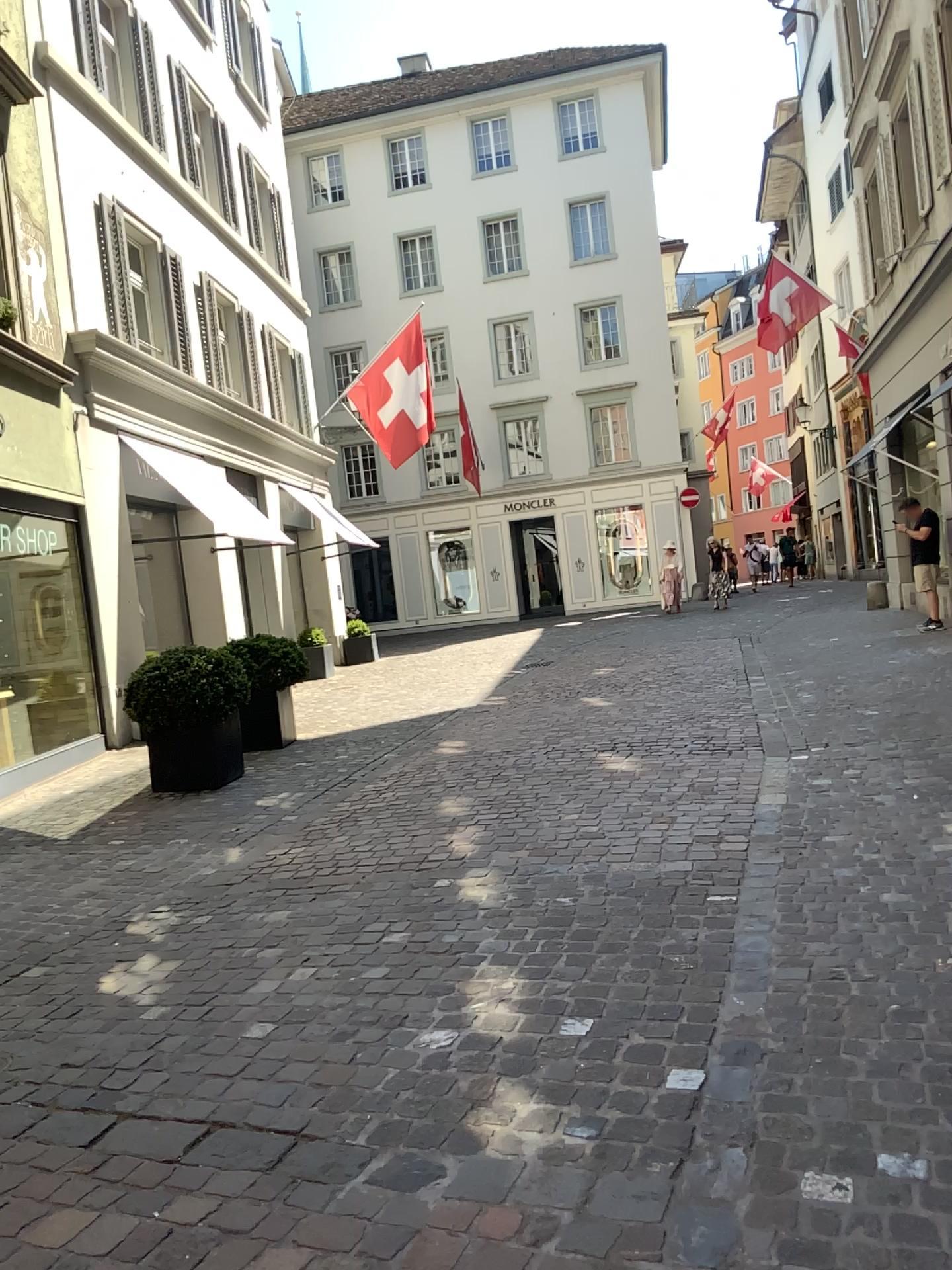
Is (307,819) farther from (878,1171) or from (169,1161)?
(878,1171)
